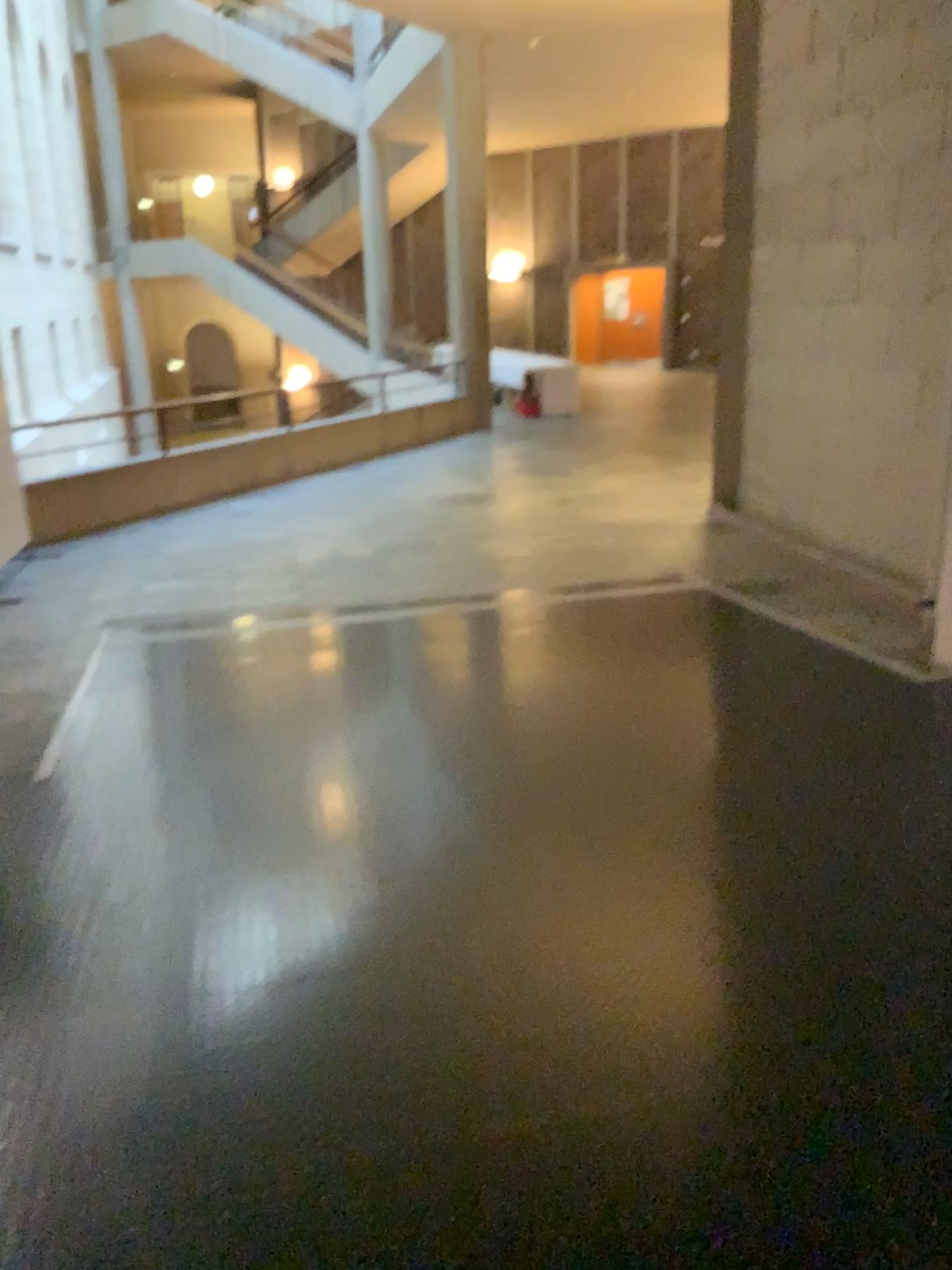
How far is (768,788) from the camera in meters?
3.4
